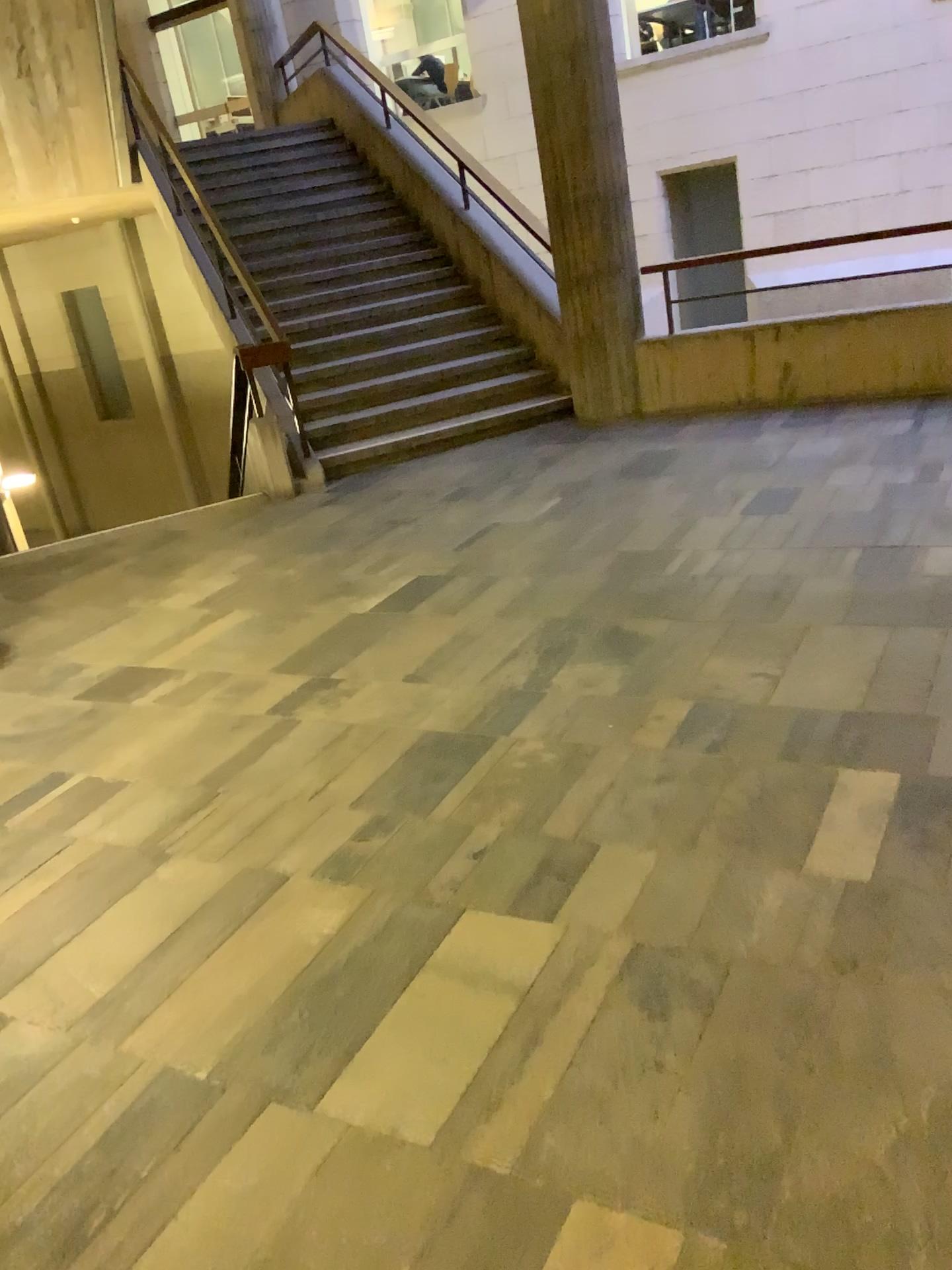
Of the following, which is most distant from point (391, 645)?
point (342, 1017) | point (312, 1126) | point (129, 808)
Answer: point (312, 1126)
